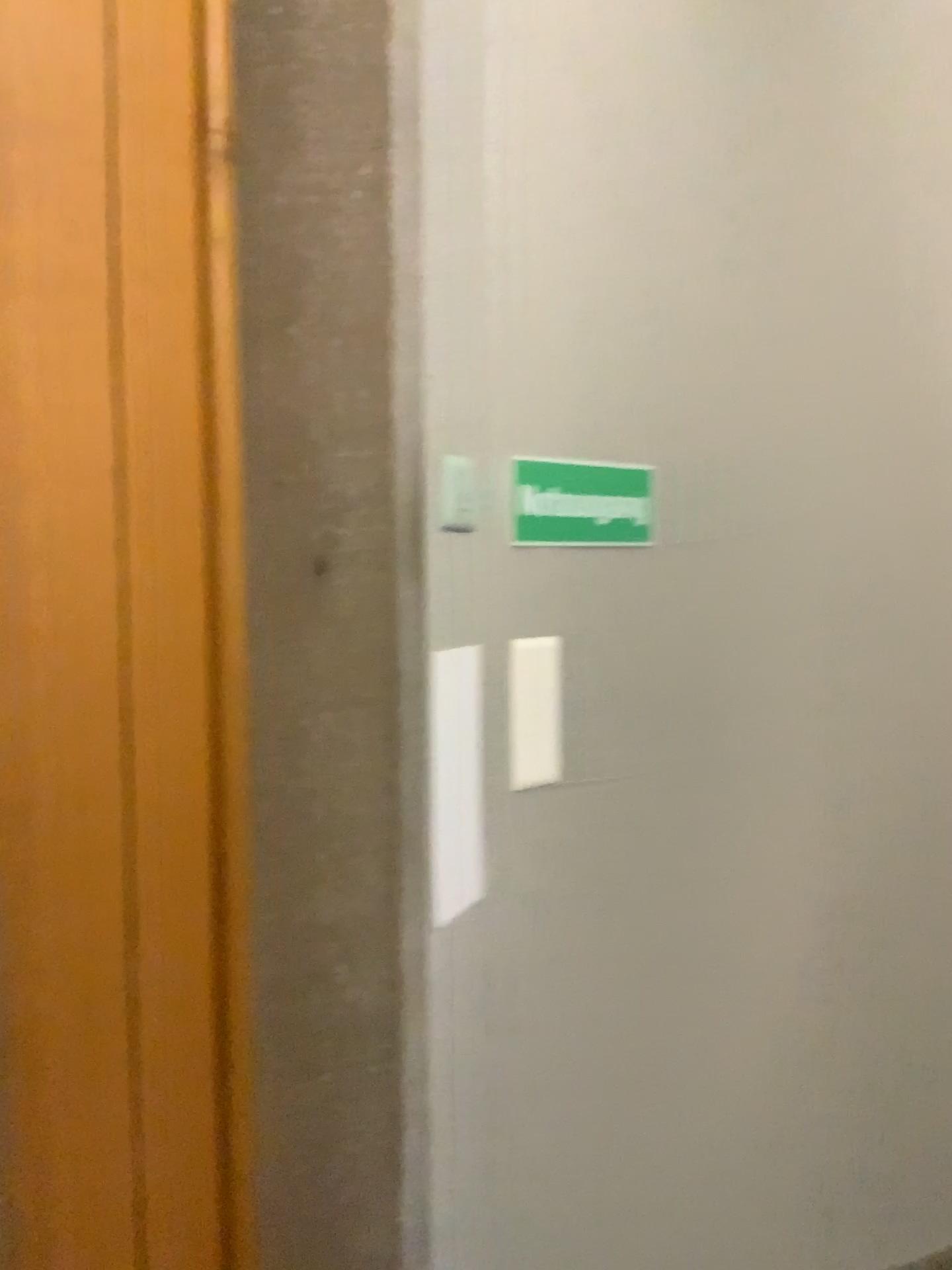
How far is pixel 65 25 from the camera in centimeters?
90cm

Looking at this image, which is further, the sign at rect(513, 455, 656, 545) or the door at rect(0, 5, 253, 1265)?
the sign at rect(513, 455, 656, 545)

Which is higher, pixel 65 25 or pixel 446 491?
pixel 65 25

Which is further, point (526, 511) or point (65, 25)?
point (526, 511)

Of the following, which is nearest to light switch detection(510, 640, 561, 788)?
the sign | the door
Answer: the sign

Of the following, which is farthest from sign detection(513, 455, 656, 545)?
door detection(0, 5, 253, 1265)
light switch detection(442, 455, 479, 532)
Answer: door detection(0, 5, 253, 1265)

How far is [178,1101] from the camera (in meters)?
1.09

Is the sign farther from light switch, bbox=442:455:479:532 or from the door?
the door

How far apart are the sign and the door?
0.45m

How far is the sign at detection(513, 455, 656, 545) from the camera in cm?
144
